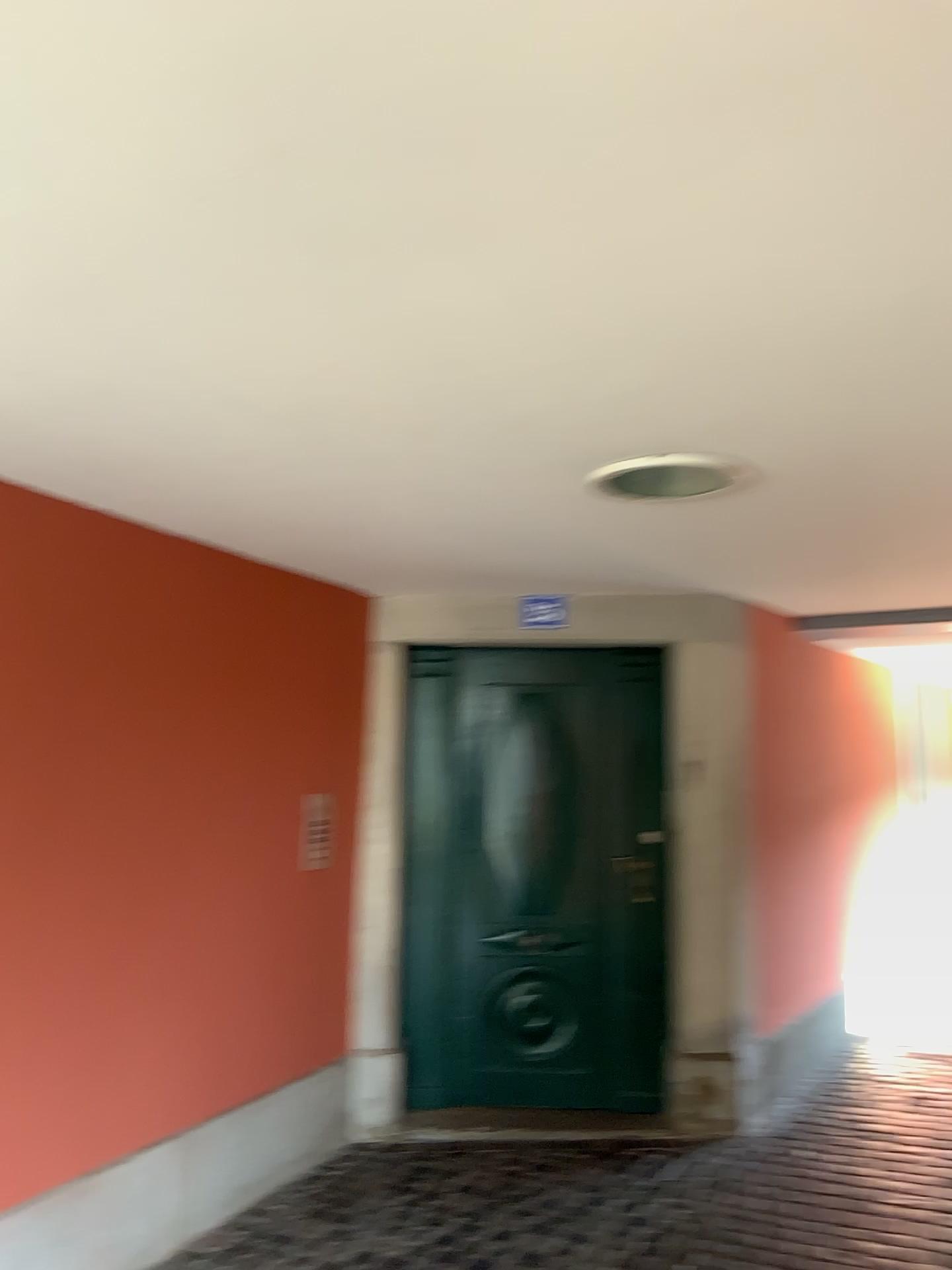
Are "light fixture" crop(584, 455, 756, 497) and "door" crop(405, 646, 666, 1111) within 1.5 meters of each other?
no

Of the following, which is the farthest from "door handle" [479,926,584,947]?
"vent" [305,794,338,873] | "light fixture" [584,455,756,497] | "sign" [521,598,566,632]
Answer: "light fixture" [584,455,756,497]

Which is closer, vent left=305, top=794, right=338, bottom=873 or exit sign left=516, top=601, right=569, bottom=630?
vent left=305, top=794, right=338, bottom=873

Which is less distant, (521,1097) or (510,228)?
(510,228)

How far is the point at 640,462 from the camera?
2.45m

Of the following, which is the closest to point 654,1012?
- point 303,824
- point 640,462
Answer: point 303,824

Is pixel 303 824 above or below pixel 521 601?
below

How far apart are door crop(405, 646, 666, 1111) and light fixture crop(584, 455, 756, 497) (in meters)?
1.80

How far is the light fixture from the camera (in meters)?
2.45

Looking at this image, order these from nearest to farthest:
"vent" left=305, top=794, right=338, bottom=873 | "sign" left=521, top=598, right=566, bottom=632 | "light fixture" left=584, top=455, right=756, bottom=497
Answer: "light fixture" left=584, top=455, right=756, bottom=497 < "vent" left=305, top=794, right=338, bottom=873 < "sign" left=521, top=598, right=566, bottom=632
